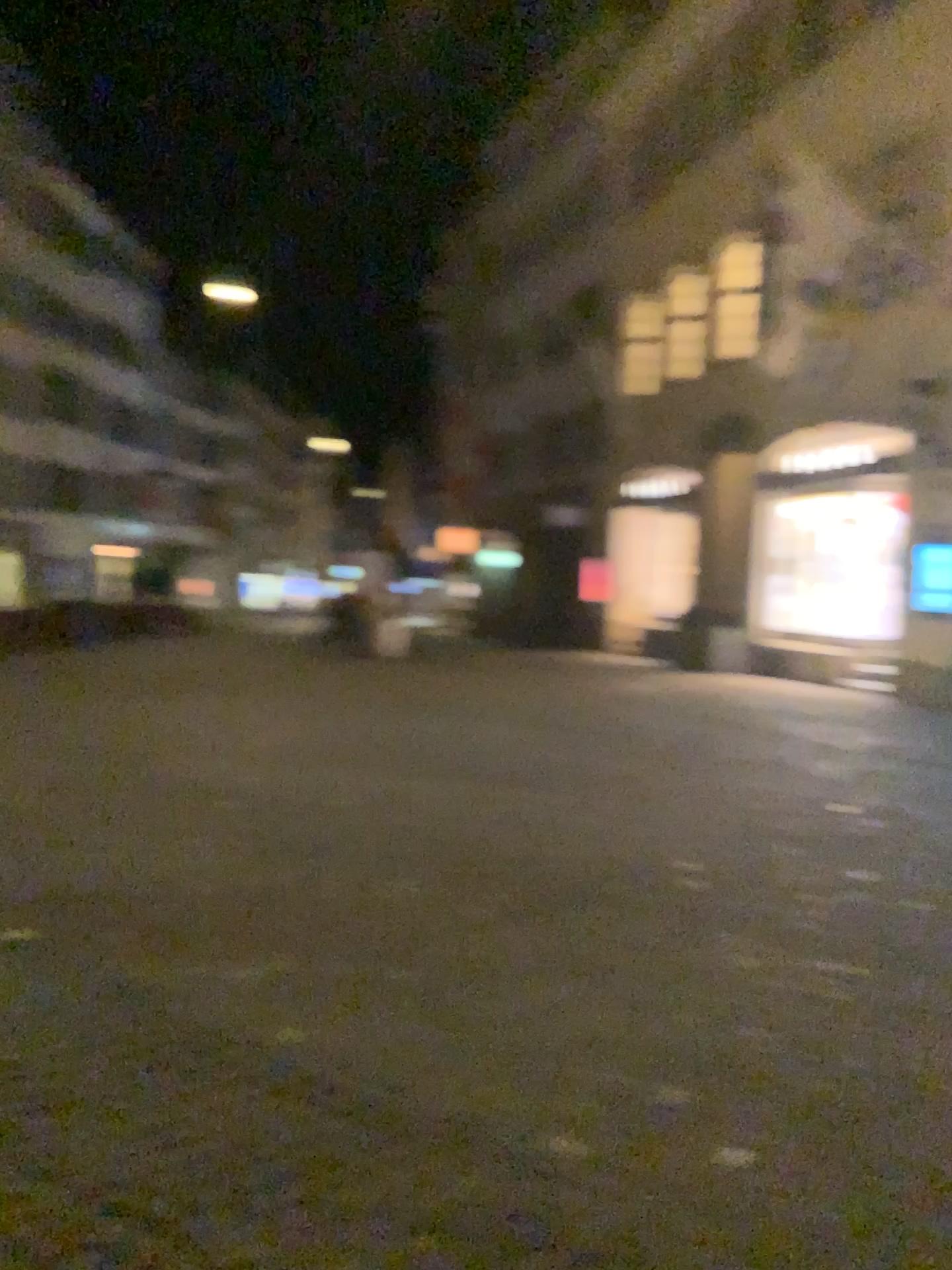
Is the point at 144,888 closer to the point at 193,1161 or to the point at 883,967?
the point at 193,1161
